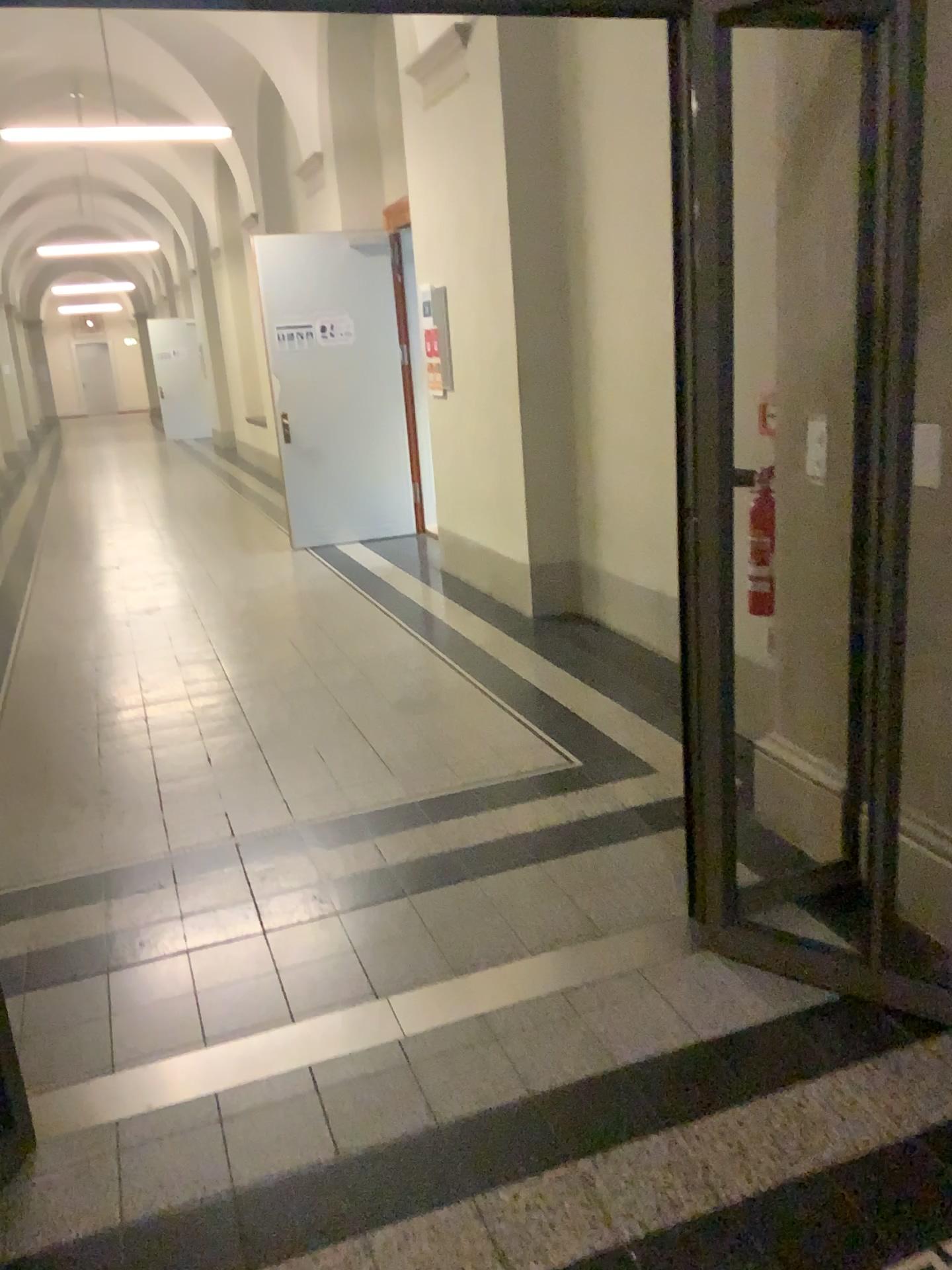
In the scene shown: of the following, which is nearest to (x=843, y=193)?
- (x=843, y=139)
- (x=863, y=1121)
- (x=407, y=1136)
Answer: (x=843, y=139)
